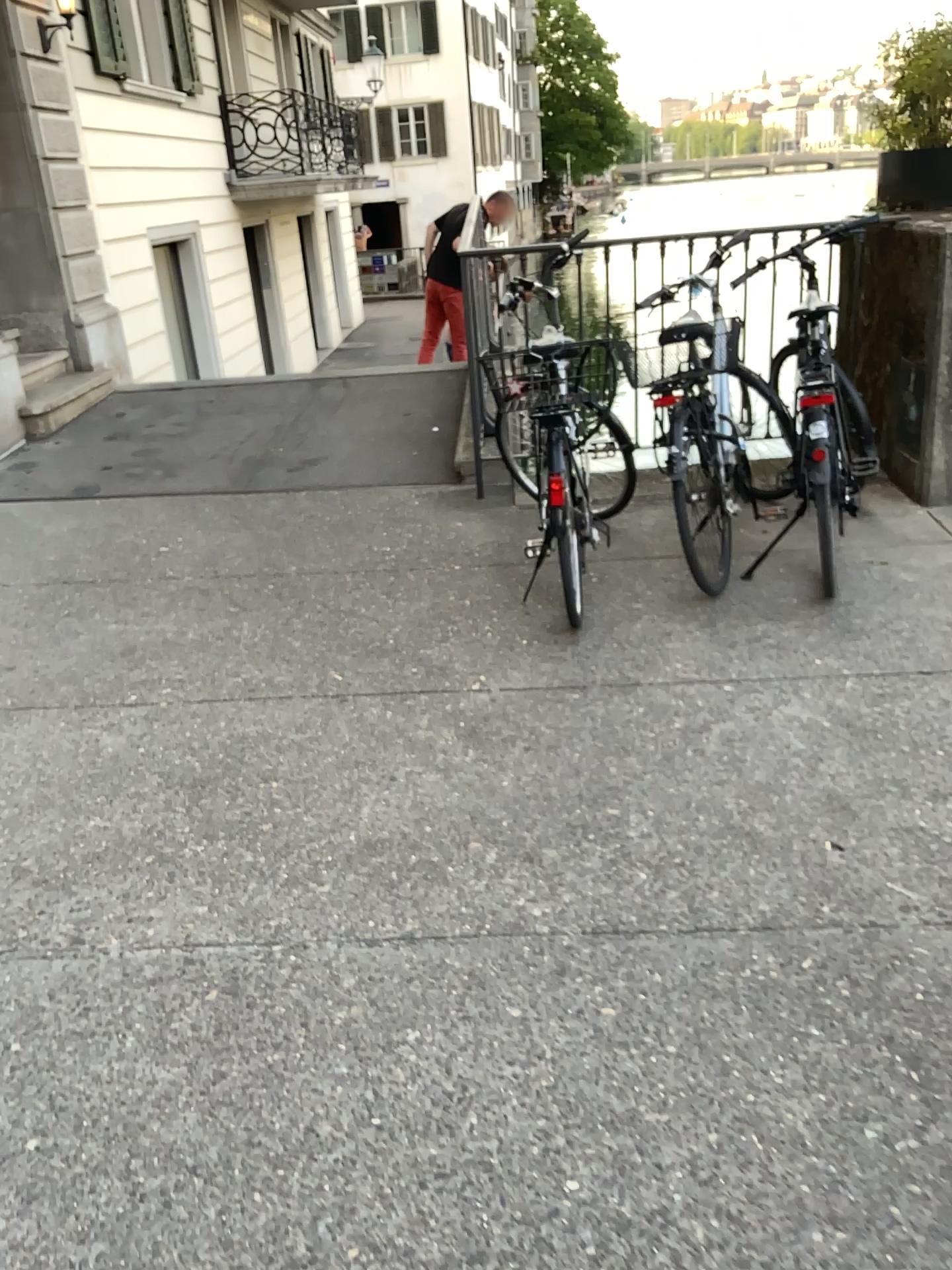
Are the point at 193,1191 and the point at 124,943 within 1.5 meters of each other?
yes
